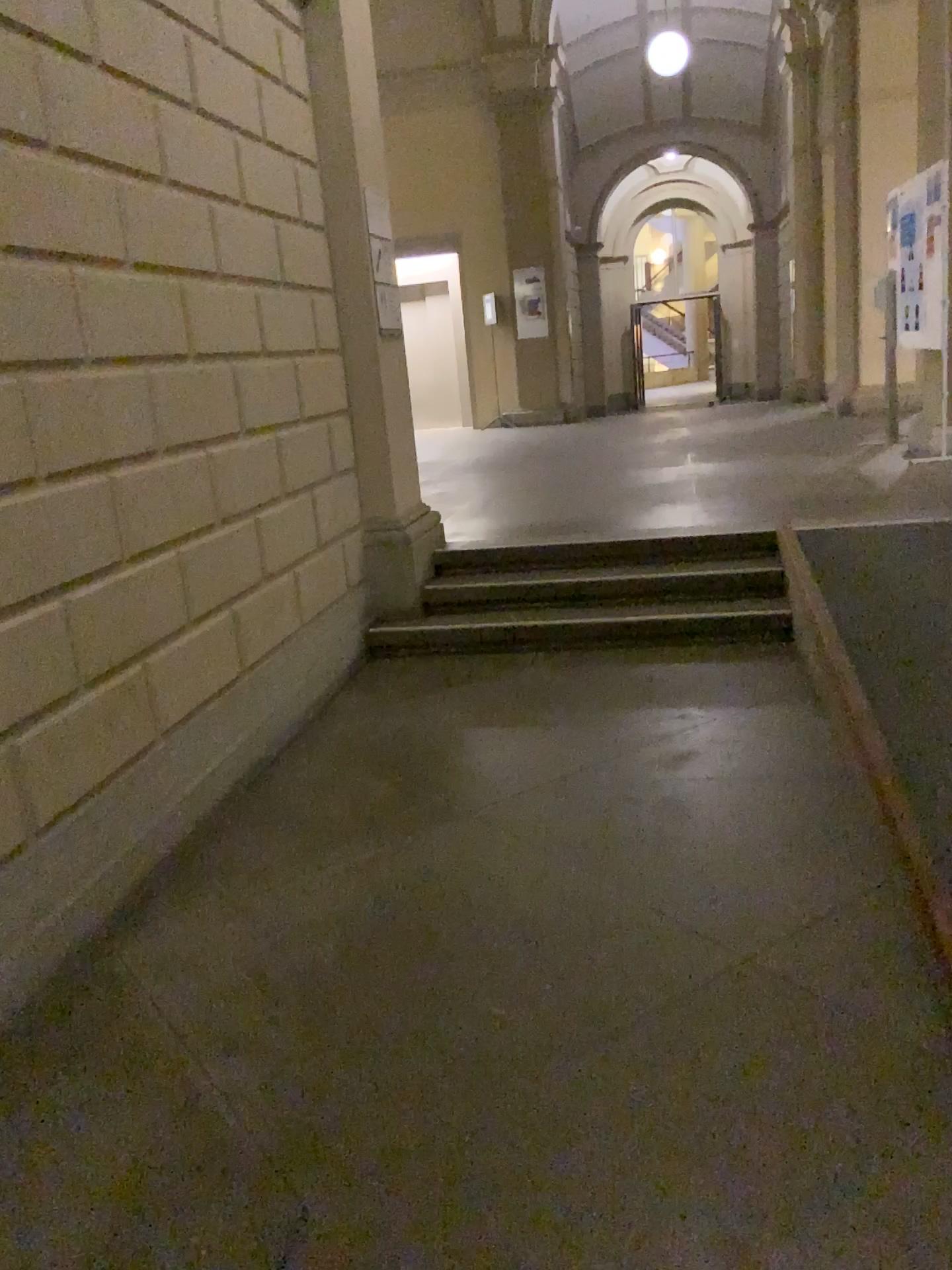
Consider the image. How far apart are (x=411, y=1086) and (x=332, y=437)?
3.4 meters
